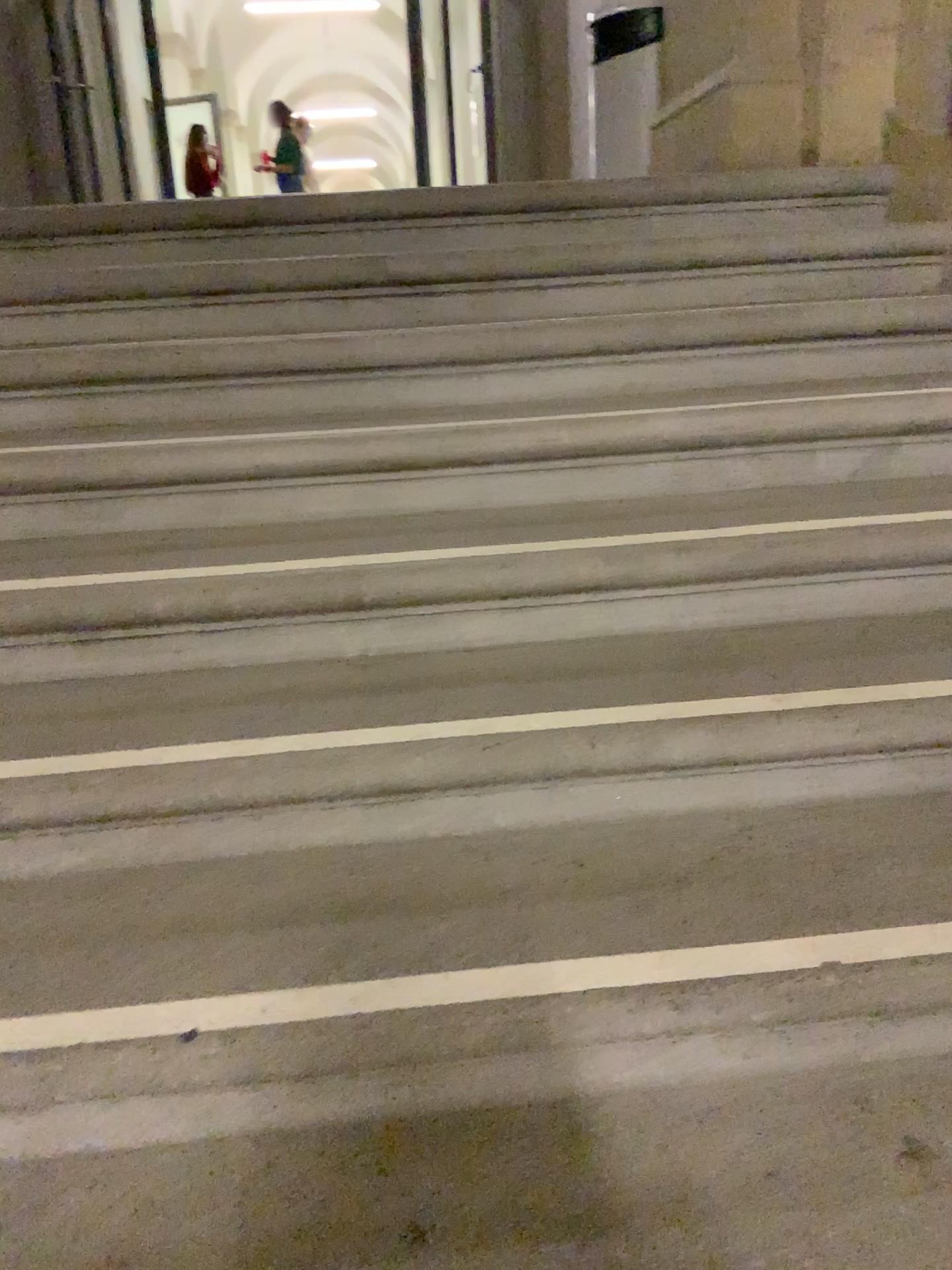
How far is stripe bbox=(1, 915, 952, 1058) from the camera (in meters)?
1.06

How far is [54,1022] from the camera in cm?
106

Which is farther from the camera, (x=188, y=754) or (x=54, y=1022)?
(x=188, y=754)

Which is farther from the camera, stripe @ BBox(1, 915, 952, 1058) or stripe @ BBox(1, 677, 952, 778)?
stripe @ BBox(1, 677, 952, 778)

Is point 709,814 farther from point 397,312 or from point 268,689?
point 397,312
